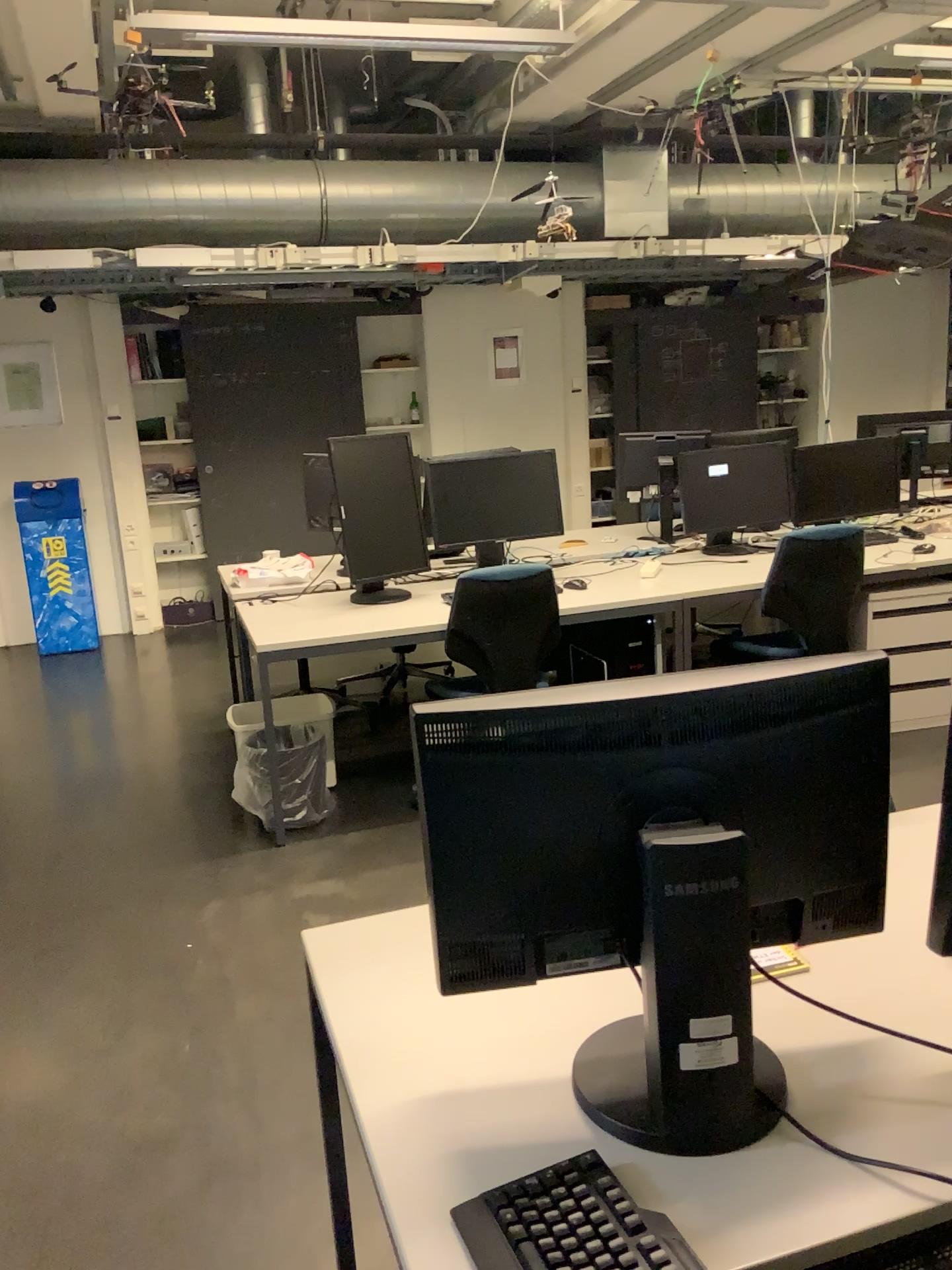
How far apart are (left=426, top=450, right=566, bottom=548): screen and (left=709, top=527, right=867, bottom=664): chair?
0.93m

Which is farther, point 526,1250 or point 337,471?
point 337,471

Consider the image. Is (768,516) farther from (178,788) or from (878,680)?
(878,680)

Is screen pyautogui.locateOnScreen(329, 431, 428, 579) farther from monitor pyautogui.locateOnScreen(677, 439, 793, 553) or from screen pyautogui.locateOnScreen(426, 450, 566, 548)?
monitor pyautogui.locateOnScreen(677, 439, 793, 553)

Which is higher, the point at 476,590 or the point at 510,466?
the point at 510,466

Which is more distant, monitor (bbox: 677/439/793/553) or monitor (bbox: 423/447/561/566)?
monitor (bbox: 677/439/793/553)

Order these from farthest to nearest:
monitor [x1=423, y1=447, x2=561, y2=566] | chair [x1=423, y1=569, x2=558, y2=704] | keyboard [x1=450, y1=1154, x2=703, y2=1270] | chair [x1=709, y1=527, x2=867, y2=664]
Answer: monitor [x1=423, y1=447, x2=561, y2=566]
chair [x1=709, y1=527, x2=867, y2=664]
chair [x1=423, y1=569, x2=558, y2=704]
keyboard [x1=450, y1=1154, x2=703, y2=1270]

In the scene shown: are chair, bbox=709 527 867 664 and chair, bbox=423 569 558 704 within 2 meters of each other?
yes

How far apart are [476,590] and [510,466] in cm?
97

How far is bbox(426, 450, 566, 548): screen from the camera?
4.34m
